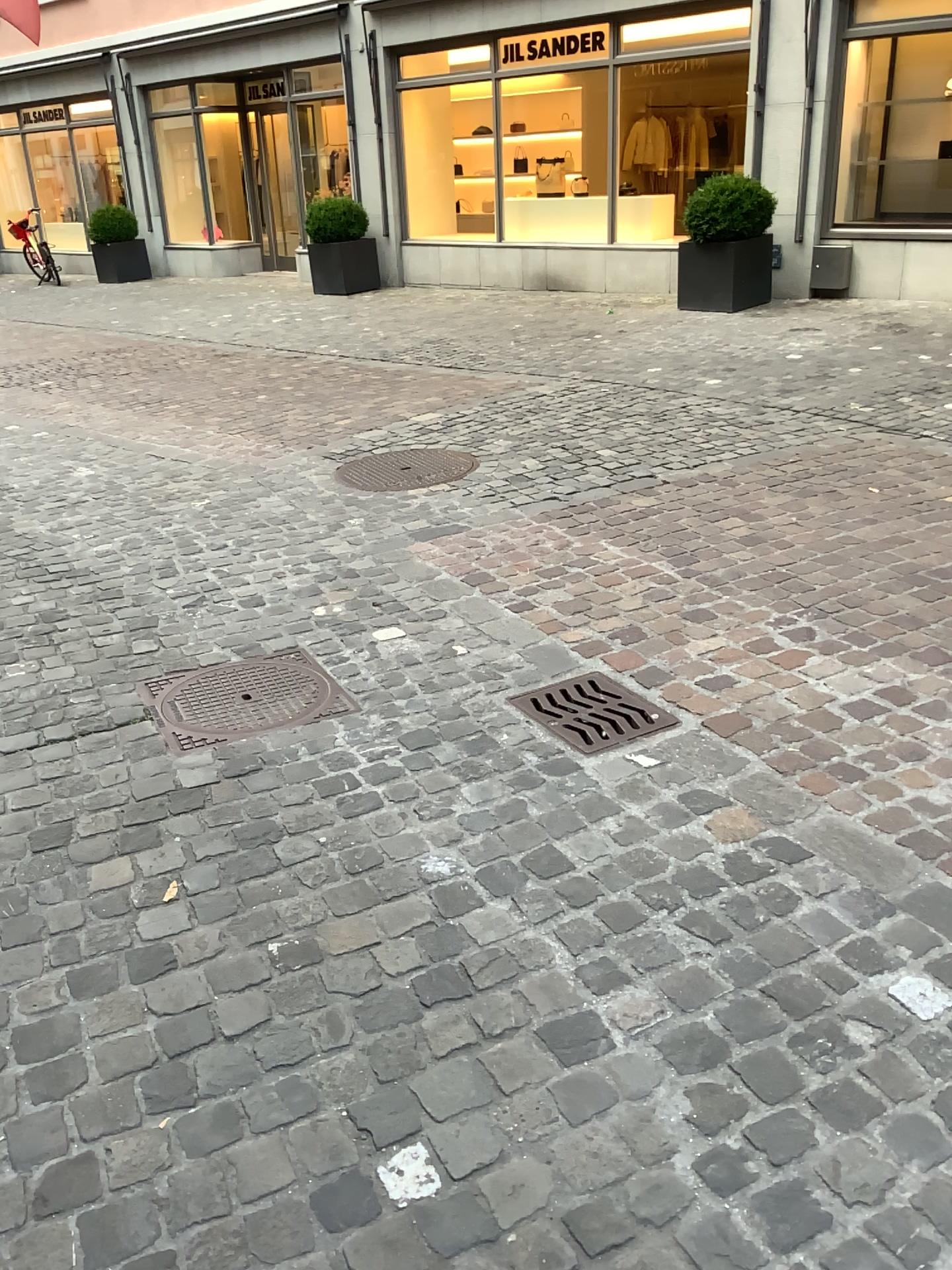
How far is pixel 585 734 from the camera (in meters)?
2.70

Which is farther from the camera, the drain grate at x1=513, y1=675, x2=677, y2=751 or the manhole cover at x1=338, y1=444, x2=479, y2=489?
the manhole cover at x1=338, y1=444, x2=479, y2=489

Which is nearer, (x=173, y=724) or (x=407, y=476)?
(x=173, y=724)

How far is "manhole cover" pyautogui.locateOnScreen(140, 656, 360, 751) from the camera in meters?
2.8

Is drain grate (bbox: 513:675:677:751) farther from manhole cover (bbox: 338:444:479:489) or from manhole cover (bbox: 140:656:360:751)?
manhole cover (bbox: 338:444:479:489)

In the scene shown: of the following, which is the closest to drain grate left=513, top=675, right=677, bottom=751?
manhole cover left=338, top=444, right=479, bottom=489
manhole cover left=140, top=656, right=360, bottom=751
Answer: manhole cover left=140, top=656, right=360, bottom=751

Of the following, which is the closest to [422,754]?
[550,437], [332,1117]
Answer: [332,1117]

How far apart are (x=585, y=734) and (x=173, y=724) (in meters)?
1.09

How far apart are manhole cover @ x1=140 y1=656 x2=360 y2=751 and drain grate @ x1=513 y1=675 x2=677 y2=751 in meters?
0.5 m
